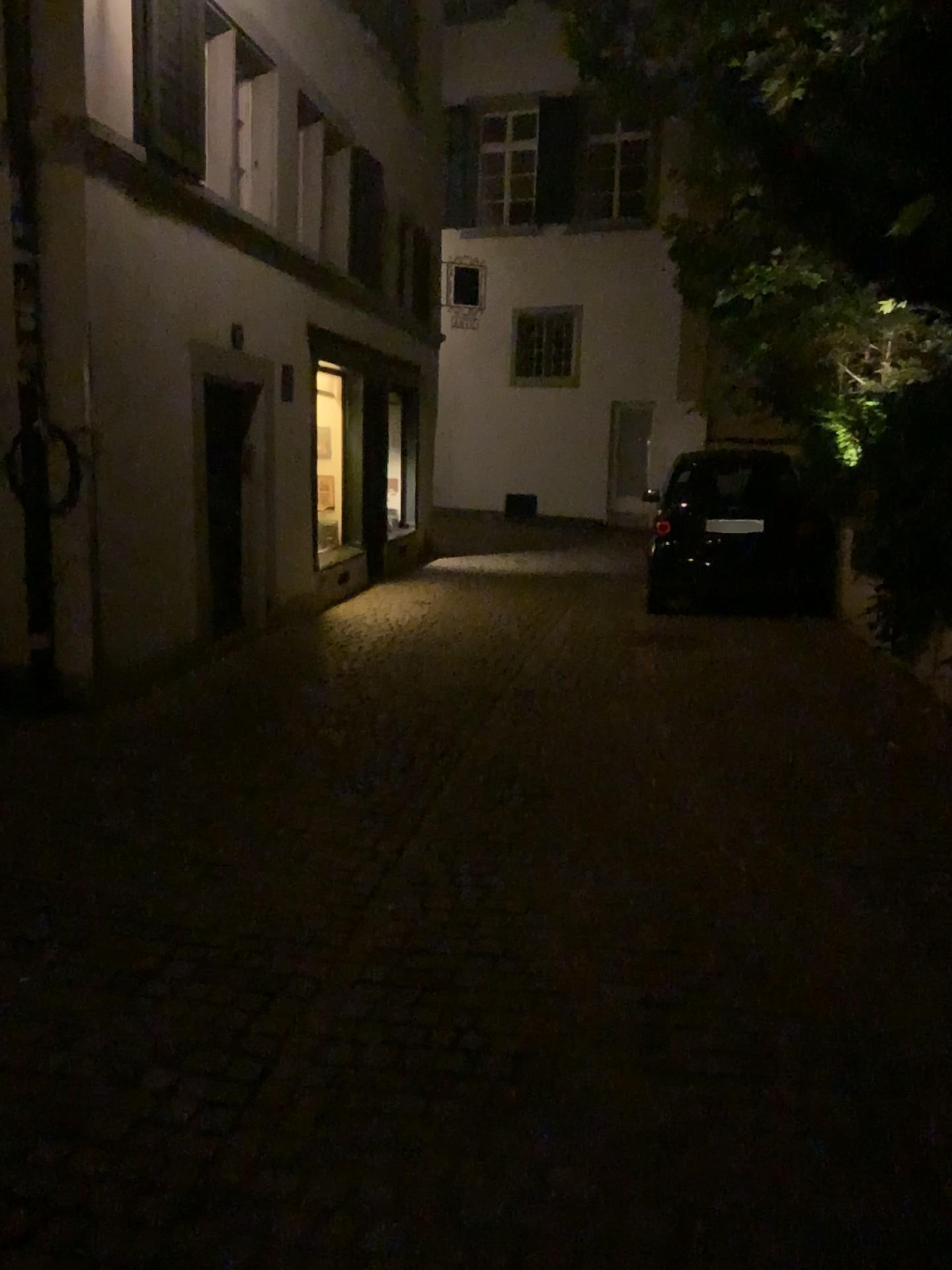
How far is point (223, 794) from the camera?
4.53m
